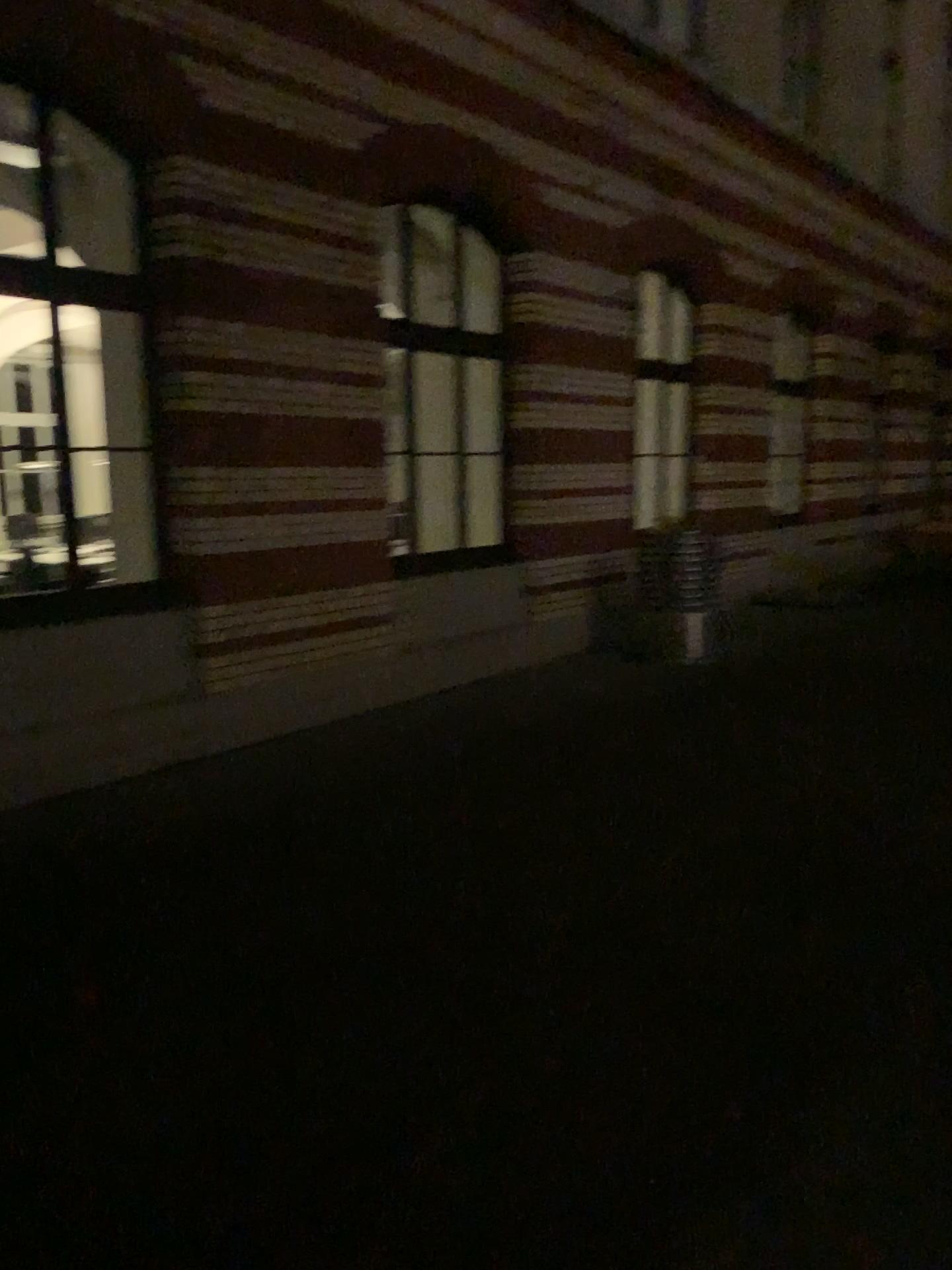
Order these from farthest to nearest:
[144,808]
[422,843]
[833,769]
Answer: [833,769] → [144,808] → [422,843]
